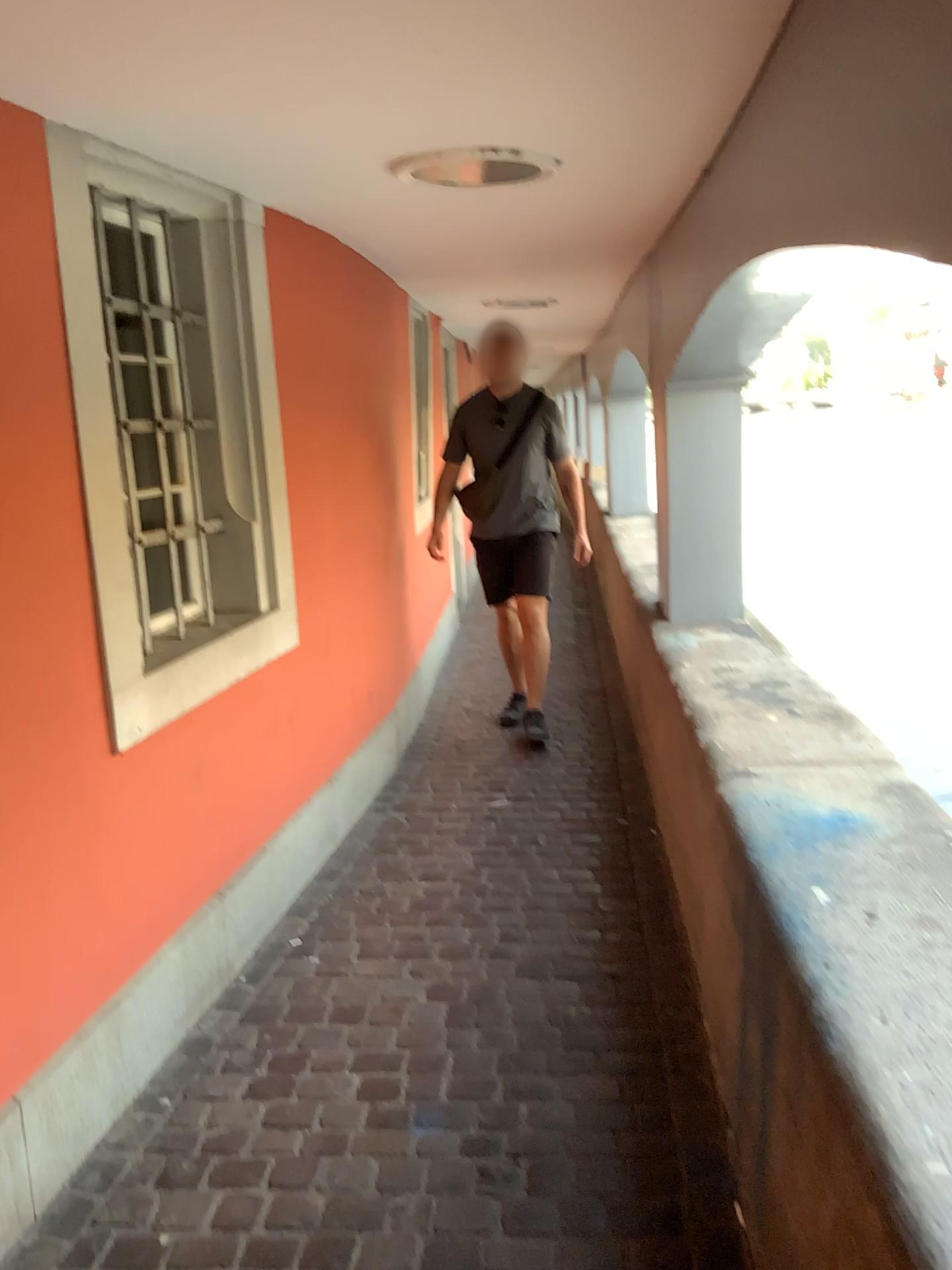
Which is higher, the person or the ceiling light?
the ceiling light

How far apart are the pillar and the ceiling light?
1.4m

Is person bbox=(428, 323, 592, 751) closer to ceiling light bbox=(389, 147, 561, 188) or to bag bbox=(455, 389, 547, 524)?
bag bbox=(455, 389, 547, 524)

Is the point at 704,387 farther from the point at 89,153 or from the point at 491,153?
the point at 89,153

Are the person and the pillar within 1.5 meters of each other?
yes

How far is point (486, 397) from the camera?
4.5 meters

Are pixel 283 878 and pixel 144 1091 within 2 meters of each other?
yes

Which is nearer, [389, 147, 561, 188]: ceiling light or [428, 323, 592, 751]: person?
[389, 147, 561, 188]: ceiling light

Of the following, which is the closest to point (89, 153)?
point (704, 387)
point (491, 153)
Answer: point (491, 153)

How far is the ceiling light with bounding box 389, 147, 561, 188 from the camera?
2.26m
